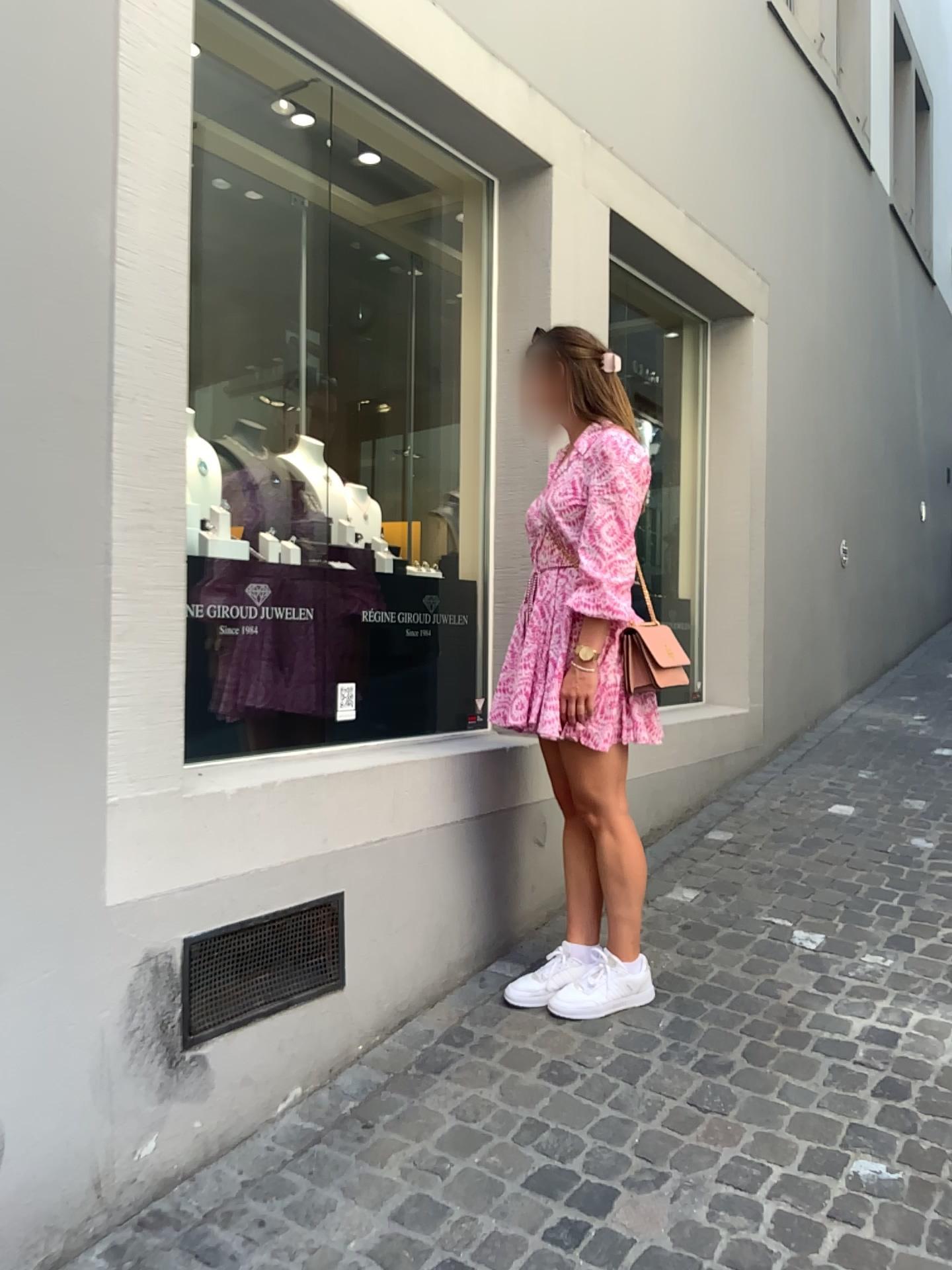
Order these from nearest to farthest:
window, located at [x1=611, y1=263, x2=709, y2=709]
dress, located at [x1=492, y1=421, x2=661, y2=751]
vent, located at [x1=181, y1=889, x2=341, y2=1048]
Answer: vent, located at [x1=181, y1=889, x2=341, y2=1048]
dress, located at [x1=492, y1=421, x2=661, y2=751]
window, located at [x1=611, y1=263, x2=709, y2=709]

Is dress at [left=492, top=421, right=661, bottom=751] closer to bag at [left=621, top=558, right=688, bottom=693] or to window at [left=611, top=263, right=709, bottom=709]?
bag at [left=621, top=558, right=688, bottom=693]

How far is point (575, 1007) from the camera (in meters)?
2.62

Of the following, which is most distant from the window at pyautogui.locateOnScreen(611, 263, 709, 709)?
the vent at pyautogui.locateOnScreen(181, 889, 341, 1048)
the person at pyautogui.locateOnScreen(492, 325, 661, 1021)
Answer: the vent at pyautogui.locateOnScreen(181, 889, 341, 1048)

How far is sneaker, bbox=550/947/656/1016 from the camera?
A: 2.6m

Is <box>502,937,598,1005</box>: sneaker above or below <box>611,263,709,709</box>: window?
below

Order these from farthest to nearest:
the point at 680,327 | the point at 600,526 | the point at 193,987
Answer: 1. the point at 680,327
2. the point at 600,526
3. the point at 193,987

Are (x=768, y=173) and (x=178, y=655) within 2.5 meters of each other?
no

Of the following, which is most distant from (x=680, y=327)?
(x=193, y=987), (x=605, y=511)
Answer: (x=193, y=987)

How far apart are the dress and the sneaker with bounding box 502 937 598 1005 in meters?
0.6 m
